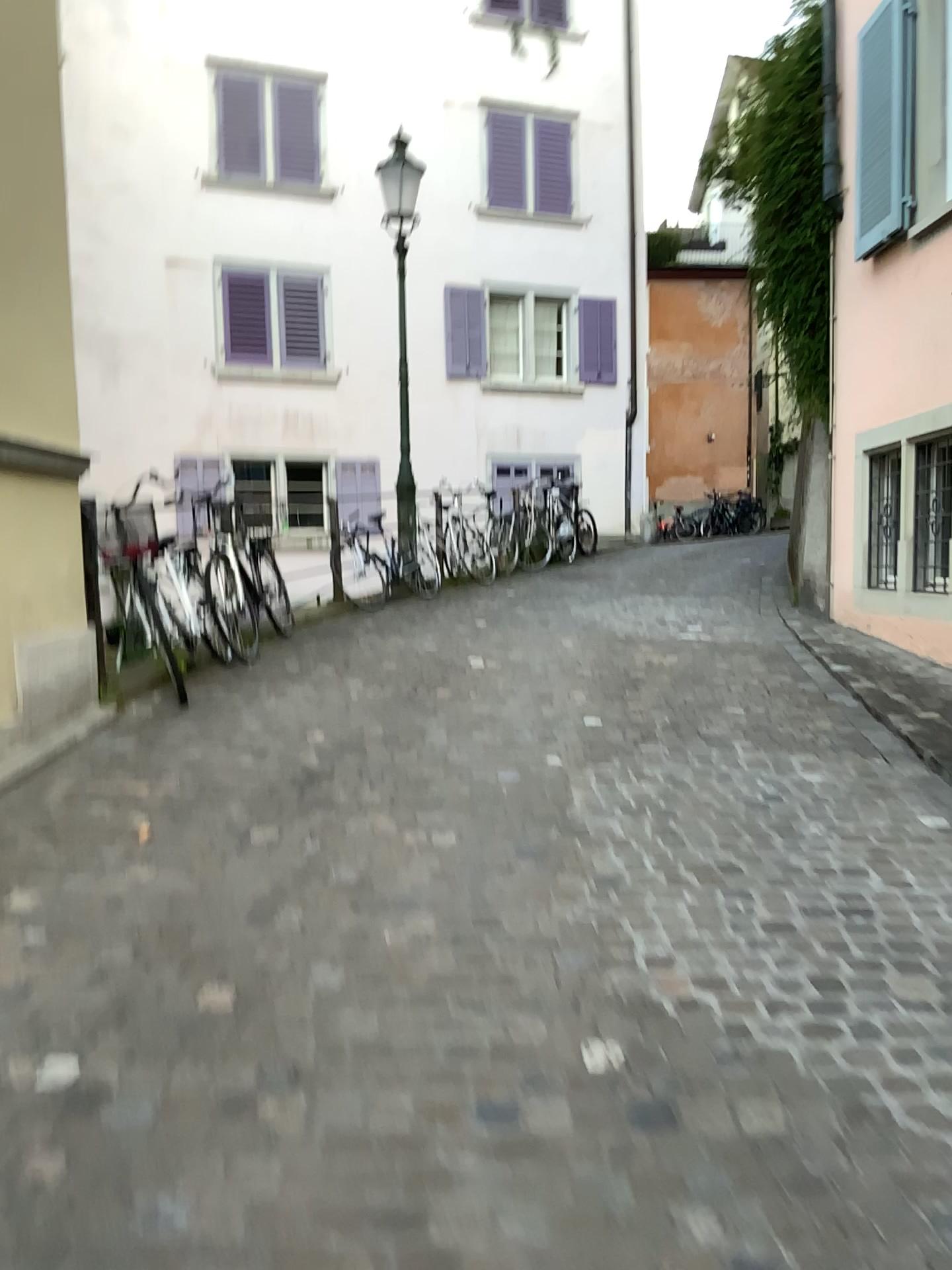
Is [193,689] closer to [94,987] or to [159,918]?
[159,918]
